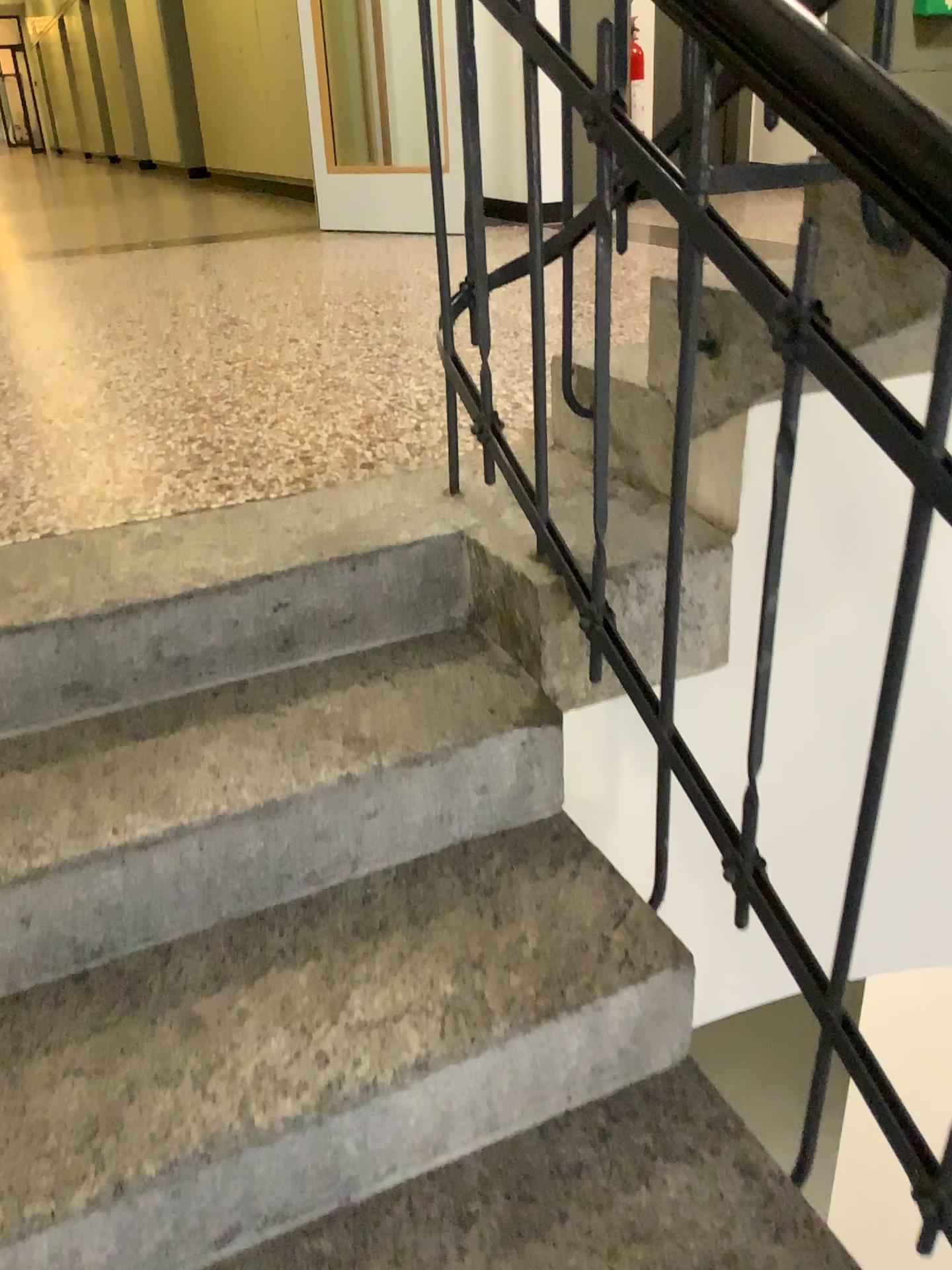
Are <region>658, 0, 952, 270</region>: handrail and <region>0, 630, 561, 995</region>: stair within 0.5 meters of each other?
no

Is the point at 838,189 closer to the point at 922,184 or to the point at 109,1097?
the point at 922,184

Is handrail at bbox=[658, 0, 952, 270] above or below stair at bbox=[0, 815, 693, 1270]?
above

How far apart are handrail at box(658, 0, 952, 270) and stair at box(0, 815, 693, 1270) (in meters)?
0.78

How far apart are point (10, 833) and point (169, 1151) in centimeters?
39cm

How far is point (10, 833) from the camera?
1.2 meters

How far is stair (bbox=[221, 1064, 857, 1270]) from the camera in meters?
1.0

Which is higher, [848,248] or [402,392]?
[848,248]

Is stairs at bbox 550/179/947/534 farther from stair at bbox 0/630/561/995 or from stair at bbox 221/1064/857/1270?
stair at bbox 221/1064/857/1270

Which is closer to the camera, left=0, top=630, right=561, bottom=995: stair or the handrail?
the handrail
